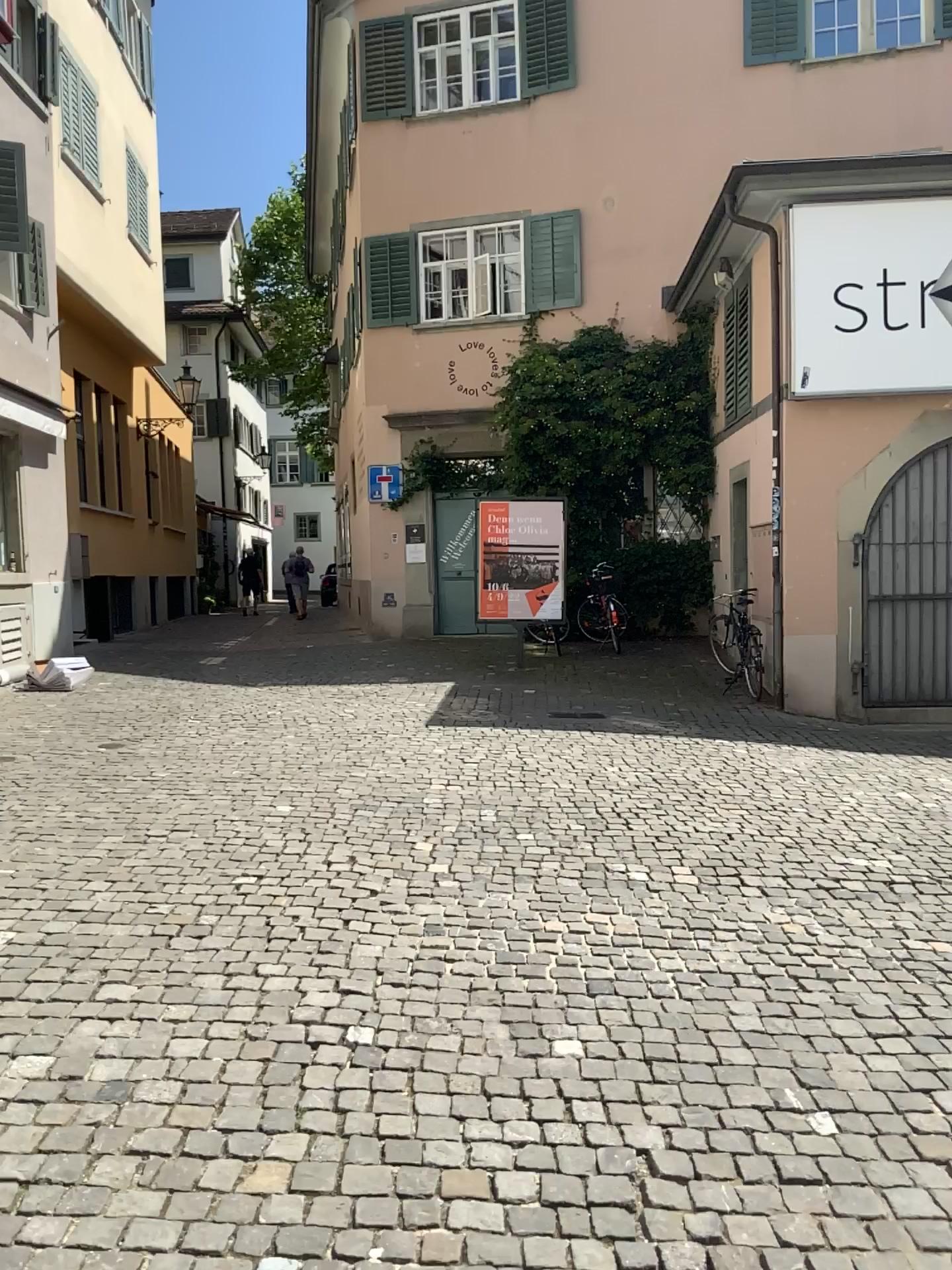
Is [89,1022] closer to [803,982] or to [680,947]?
[680,947]
